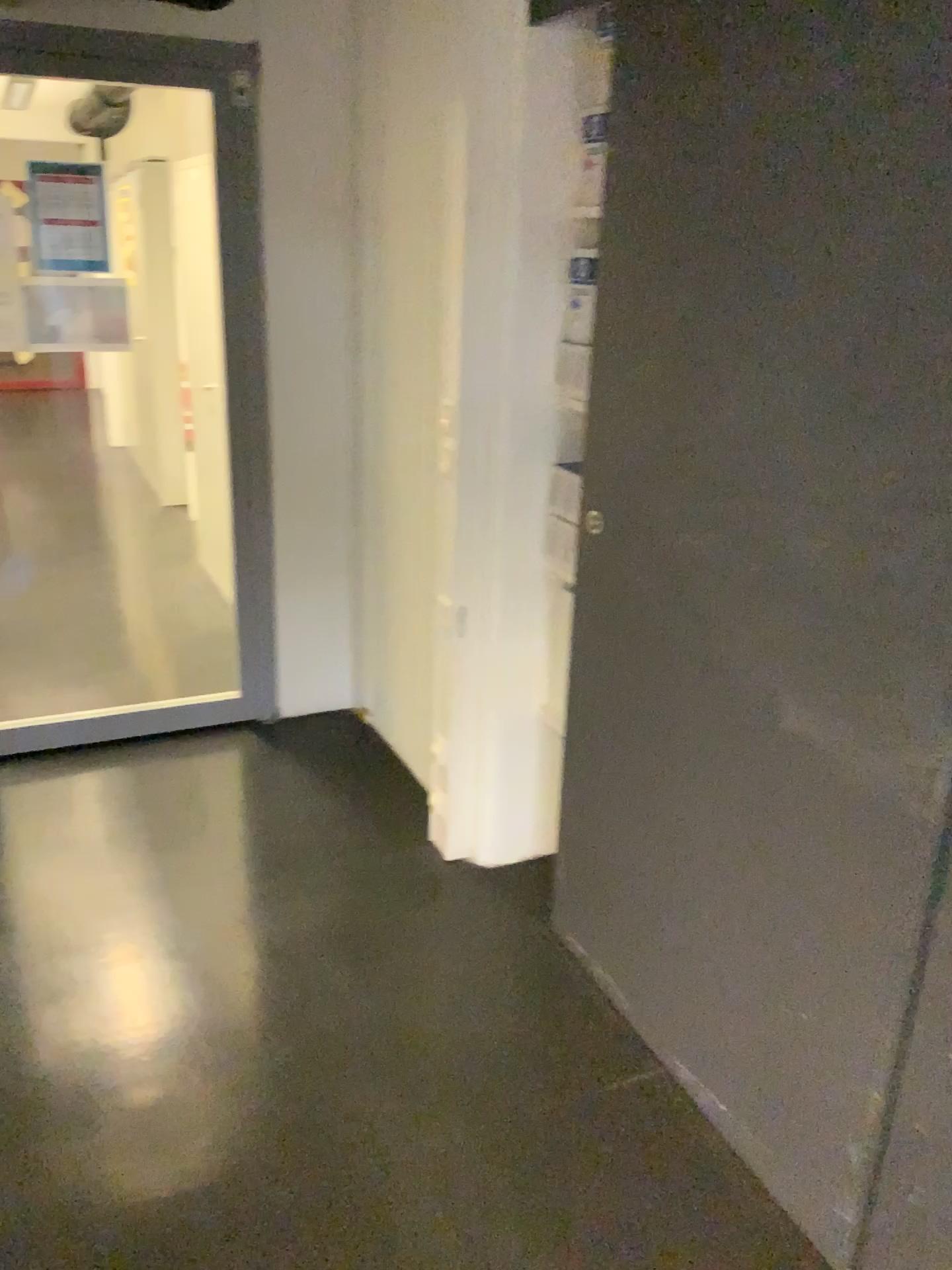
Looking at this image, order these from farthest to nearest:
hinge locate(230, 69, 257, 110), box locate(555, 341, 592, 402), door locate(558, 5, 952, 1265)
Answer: hinge locate(230, 69, 257, 110) → box locate(555, 341, 592, 402) → door locate(558, 5, 952, 1265)

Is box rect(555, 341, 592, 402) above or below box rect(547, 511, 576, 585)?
above

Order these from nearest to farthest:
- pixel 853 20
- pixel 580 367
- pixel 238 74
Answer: pixel 853 20 < pixel 580 367 < pixel 238 74

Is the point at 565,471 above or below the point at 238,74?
below

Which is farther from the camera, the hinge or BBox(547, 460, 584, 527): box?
the hinge

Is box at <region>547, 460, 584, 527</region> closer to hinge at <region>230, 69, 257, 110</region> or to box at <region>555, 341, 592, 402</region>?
box at <region>555, 341, 592, 402</region>

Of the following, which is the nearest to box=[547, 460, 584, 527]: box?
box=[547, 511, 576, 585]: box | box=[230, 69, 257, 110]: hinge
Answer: box=[547, 511, 576, 585]: box

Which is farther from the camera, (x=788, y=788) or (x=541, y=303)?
(x=541, y=303)

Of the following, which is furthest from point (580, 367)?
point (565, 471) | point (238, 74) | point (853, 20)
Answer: point (238, 74)

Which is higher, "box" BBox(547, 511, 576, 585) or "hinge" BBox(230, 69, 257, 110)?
"hinge" BBox(230, 69, 257, 110)
